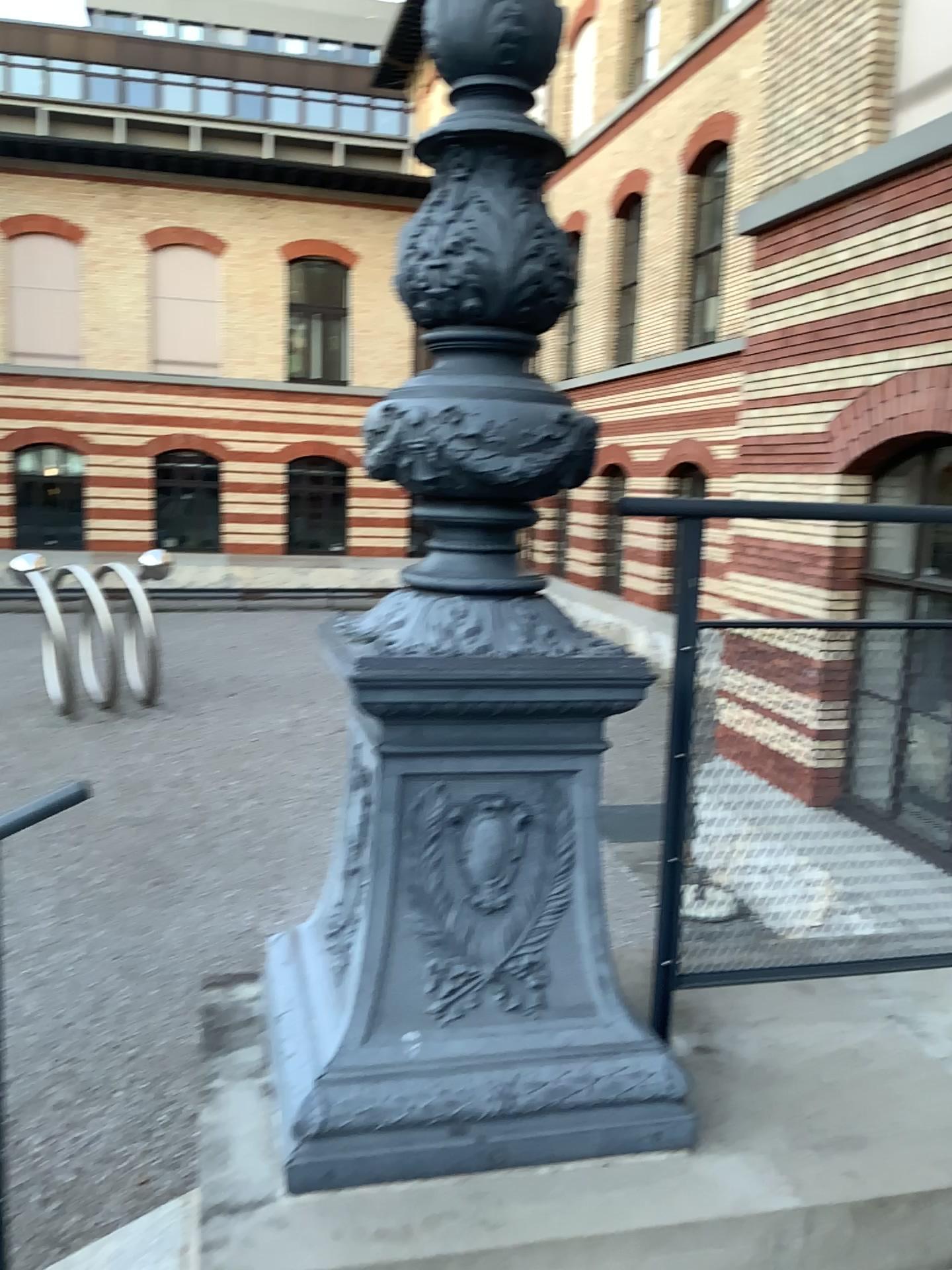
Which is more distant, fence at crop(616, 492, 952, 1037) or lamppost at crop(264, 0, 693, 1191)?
fence at crop(616, 492, 952, 1037)

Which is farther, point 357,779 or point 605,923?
point 605,923

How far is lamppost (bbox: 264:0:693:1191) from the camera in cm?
154

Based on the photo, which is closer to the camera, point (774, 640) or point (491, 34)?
point (491, 34)

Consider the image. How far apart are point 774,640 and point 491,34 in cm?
109

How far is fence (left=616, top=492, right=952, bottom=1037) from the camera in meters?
1.9

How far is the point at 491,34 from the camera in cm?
154
